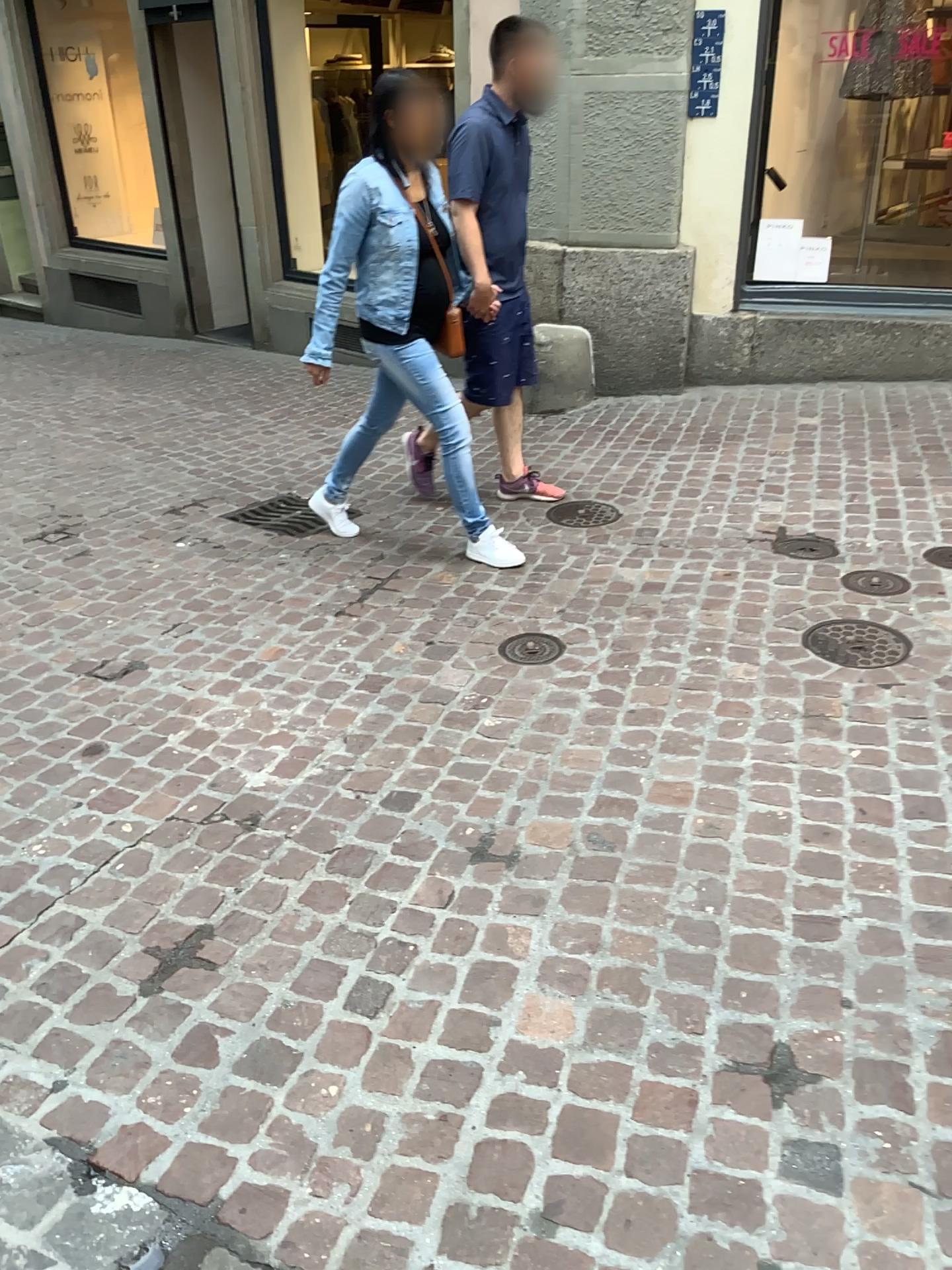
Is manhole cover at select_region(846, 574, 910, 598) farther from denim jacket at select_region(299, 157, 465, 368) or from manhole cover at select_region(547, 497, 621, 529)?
denim jacket at select_region(299, 157, 465, 368)

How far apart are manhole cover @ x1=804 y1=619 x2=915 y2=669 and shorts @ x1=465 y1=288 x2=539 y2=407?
1.7 meters

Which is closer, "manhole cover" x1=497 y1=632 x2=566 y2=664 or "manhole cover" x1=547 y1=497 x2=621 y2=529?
"manhole cover" x1=497 y1=632 x2=566 y2=664

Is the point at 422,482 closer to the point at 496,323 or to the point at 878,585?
the point at 496,323

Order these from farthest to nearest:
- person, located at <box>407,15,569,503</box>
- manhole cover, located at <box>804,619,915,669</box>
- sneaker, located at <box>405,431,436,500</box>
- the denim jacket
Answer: sneaker, located at <box>405,431,436,500</box> < person, located at <box>407,15,569,503</box> < the denim jacket < manhole cover, located at <box>804,619,915,669</box>

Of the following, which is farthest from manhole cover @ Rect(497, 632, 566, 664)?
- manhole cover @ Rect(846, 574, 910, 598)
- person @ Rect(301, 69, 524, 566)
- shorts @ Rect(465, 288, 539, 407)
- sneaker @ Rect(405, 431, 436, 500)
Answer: sneaker @ Rect(405, 431, 436, 500)

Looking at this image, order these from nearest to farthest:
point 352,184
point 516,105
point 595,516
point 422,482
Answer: point 352,184, point 516,105, point 595,516, point 422,482

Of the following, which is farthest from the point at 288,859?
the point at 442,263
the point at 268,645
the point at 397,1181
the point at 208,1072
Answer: the point at 442,263

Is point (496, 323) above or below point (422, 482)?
above

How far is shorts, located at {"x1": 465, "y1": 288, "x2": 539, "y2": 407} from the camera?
4.03m
